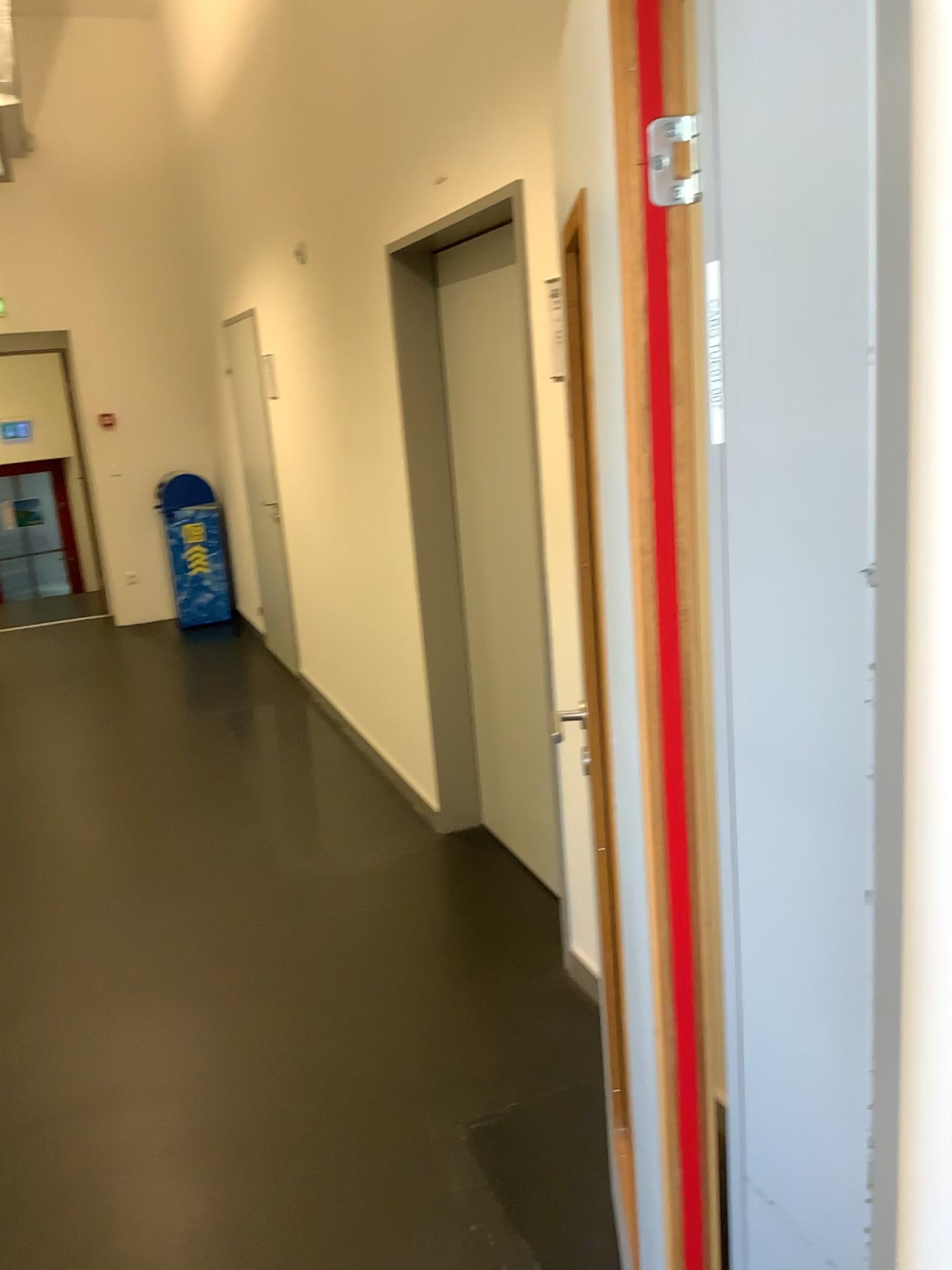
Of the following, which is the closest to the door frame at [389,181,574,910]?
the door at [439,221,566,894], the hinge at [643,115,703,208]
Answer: the door at [439,221,566,894]

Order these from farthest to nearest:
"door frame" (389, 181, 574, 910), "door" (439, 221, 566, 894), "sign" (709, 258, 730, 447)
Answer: "door frame" (389, 181, 574, 910), "door" (439, 221, 566, 894), "sign" (709, 258, 730, 447)

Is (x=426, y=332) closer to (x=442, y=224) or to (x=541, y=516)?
(x=442, y=224)

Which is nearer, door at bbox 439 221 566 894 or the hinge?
the hinge

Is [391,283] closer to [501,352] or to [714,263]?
[501,352]

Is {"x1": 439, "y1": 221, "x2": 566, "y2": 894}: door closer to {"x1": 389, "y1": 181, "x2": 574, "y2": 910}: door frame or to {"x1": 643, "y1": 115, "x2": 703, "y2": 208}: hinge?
{"x1": 389, "y1": 181, "x2": 574, "y2": 910}: door frame

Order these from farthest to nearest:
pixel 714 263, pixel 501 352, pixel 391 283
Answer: pixel 391 283 < pixel 501 352 < pixel 714 263

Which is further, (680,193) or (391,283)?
(391,283)

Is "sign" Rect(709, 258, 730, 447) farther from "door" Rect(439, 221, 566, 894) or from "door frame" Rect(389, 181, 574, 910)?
"door frame" Rect(389, 181, 574, 910)

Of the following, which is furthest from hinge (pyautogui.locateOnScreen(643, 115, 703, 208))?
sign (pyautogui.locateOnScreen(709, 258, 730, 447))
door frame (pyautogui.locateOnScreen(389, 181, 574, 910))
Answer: door frame (pyautogui.locateOnScreen(389, 181, 574, 910))
